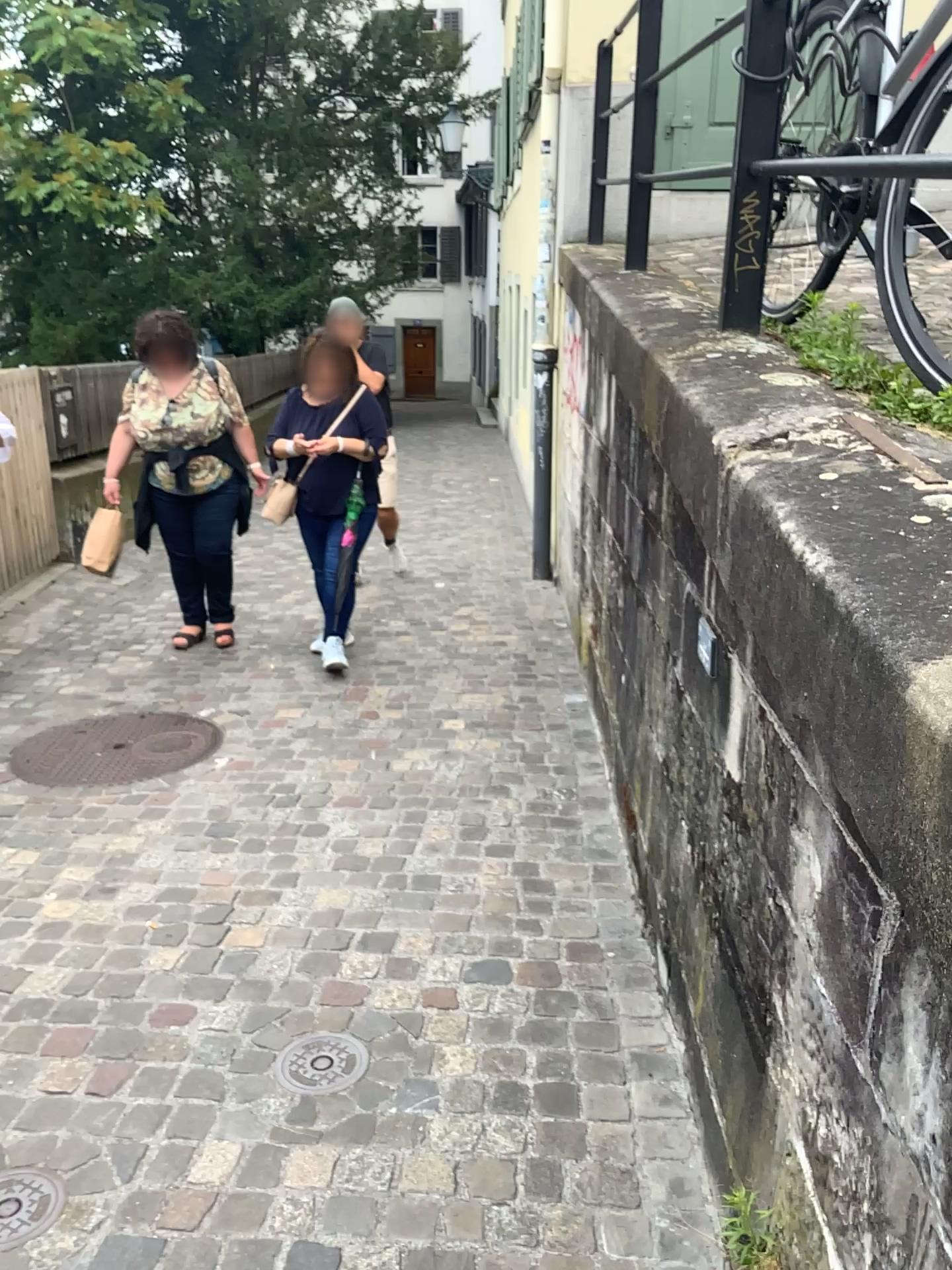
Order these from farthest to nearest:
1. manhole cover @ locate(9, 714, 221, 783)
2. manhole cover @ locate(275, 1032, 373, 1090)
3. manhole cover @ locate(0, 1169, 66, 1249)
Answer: manhole cover @ locate(9, 714, 221, 783)
manhole cover @ locate(275, 1032, 373, 1090)
manhole cover @ locate(0, 1169, 66, 1249)

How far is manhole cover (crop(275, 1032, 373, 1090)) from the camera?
2.08m

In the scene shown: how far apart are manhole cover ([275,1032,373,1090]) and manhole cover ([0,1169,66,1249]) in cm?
45

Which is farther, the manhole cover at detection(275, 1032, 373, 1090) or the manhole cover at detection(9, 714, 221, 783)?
the manhole cover at detection(9, 714, 221, 783)

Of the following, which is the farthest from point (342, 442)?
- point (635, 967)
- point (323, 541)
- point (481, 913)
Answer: point (635, 967)

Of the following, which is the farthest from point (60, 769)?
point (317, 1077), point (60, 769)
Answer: point (317, 1077)

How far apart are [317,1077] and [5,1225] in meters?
0.6 m

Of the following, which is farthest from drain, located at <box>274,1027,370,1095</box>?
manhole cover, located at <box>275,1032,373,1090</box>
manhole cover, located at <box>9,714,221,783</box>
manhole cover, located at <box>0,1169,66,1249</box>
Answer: manhole cover, located at <box>9,714,221,783</box>

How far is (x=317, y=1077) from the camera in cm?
208

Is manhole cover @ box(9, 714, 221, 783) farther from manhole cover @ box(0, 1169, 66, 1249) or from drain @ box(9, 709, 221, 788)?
manhole cover @ box(0, 1169, 66, 1249)
